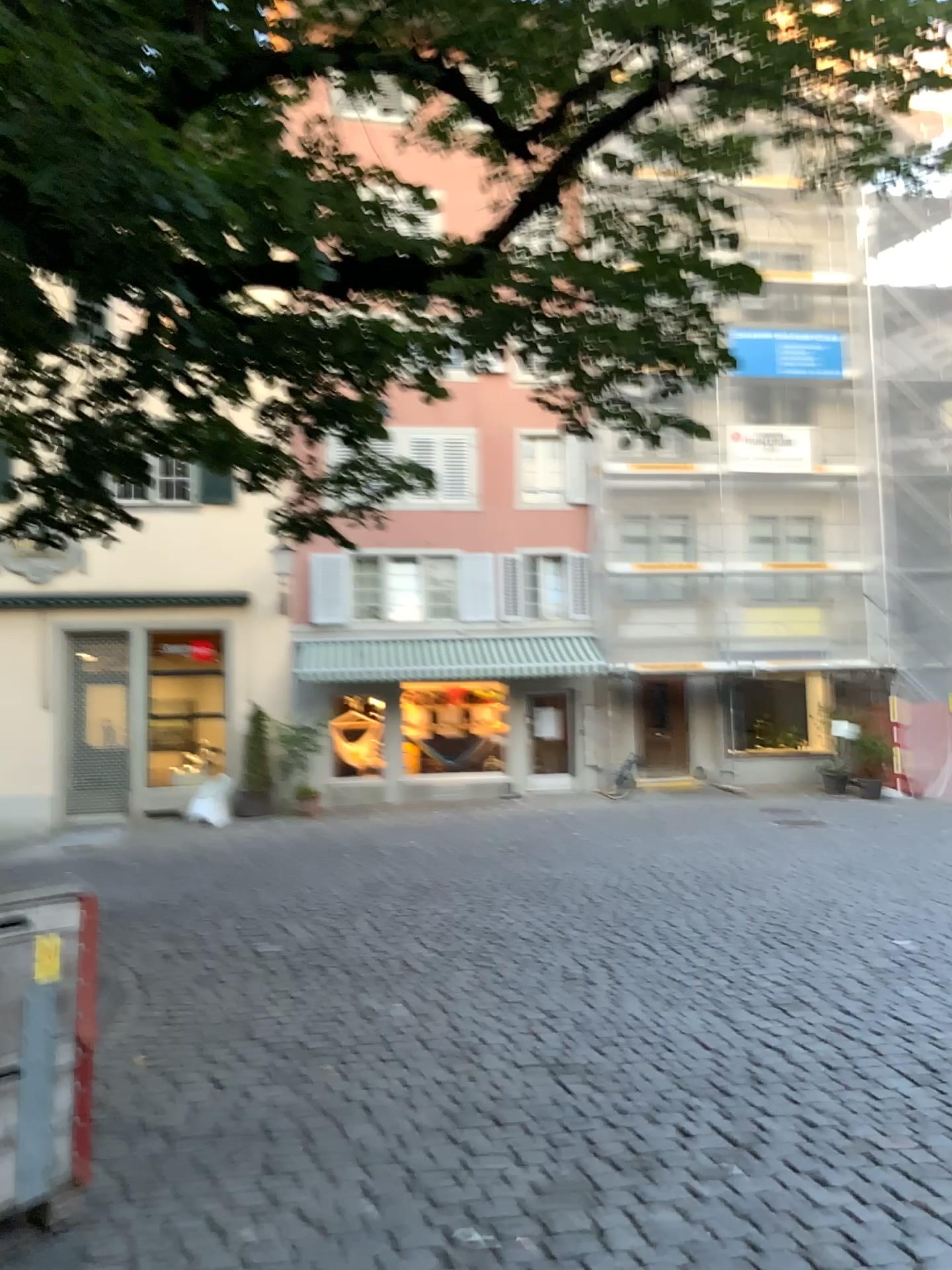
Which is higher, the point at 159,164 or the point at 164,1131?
the point at 159,164
